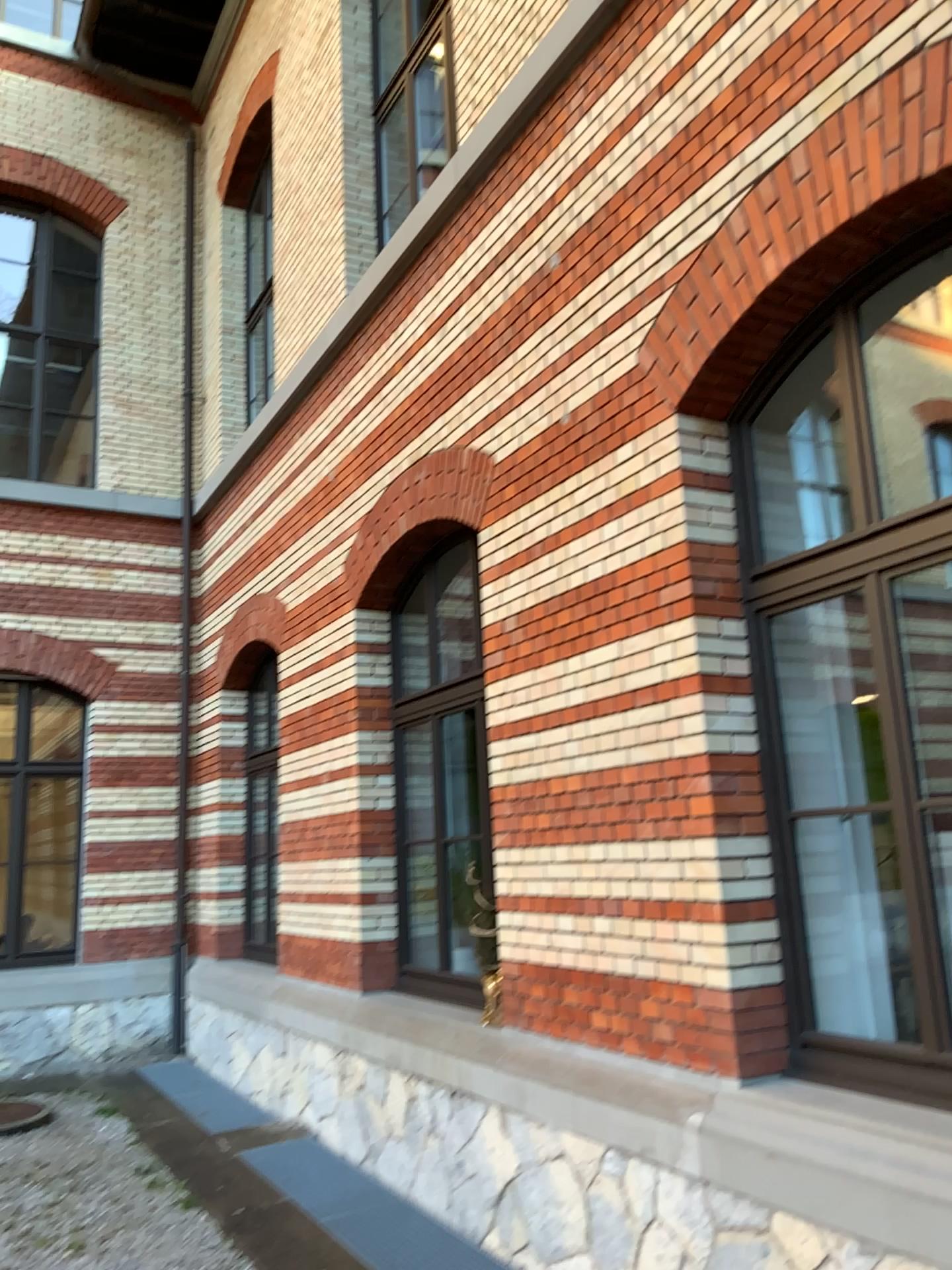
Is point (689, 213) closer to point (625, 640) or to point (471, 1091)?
point (625, 640)
